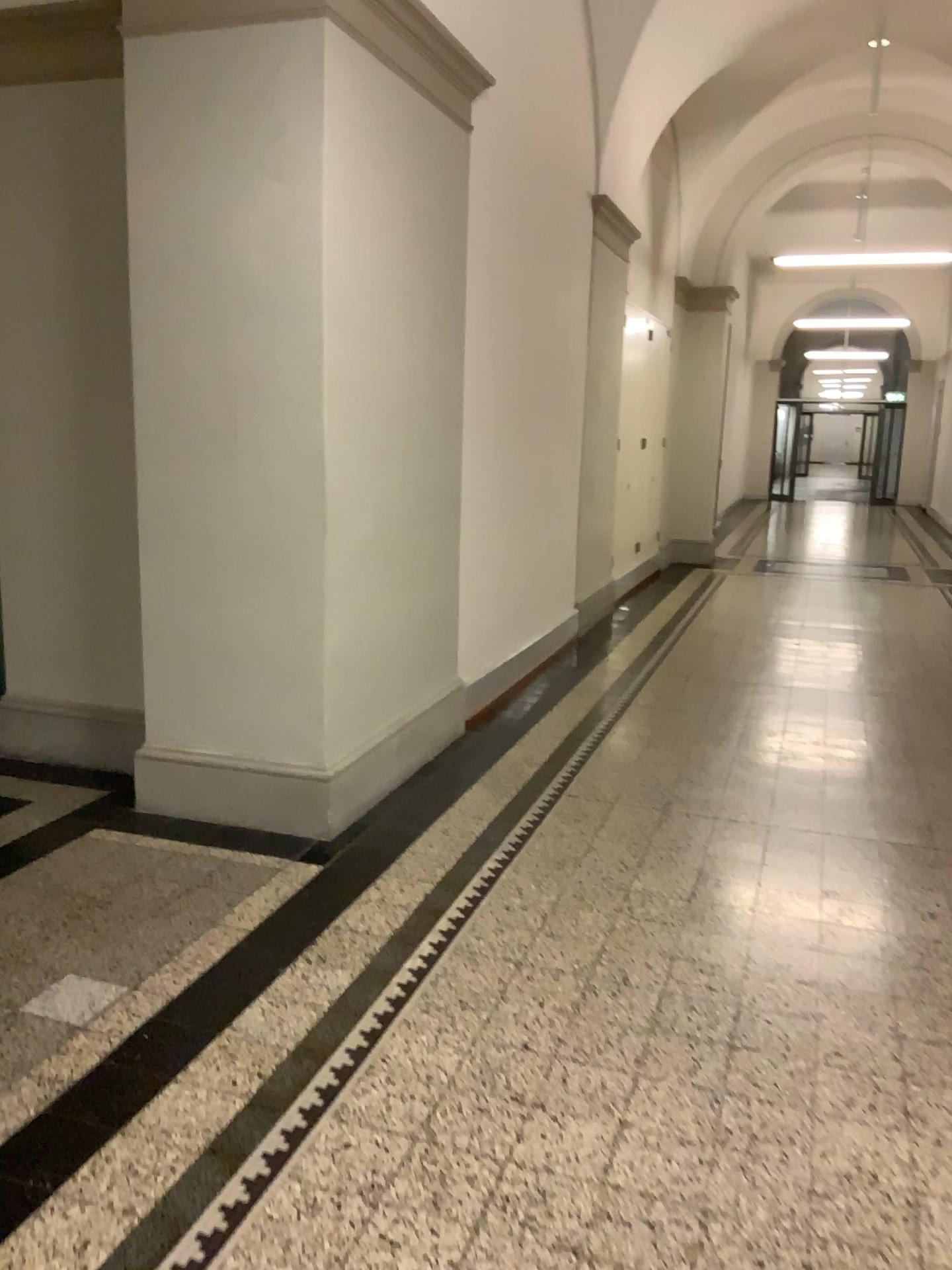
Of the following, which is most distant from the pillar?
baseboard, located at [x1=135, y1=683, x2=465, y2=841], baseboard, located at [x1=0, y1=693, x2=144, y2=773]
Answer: baseboard, located at [x1=0, y1=693, x2=144, y2=773]

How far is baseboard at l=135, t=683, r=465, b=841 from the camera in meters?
3.8

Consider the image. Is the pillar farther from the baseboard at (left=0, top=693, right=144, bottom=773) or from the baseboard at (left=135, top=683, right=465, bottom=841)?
the baseboard at (left=0, top=693, right=144, bottom=773)

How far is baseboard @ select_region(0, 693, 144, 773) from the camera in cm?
456

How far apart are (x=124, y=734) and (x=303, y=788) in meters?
1.2

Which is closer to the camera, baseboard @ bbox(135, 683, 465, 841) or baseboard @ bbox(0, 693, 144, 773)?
baseboard @ bbox(135, 683, 465, 841)

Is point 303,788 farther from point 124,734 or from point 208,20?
point 208,20

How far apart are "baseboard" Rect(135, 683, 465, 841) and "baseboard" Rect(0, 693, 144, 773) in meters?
0.5 m

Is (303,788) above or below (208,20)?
below

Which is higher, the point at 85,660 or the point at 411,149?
the point at 411,149
